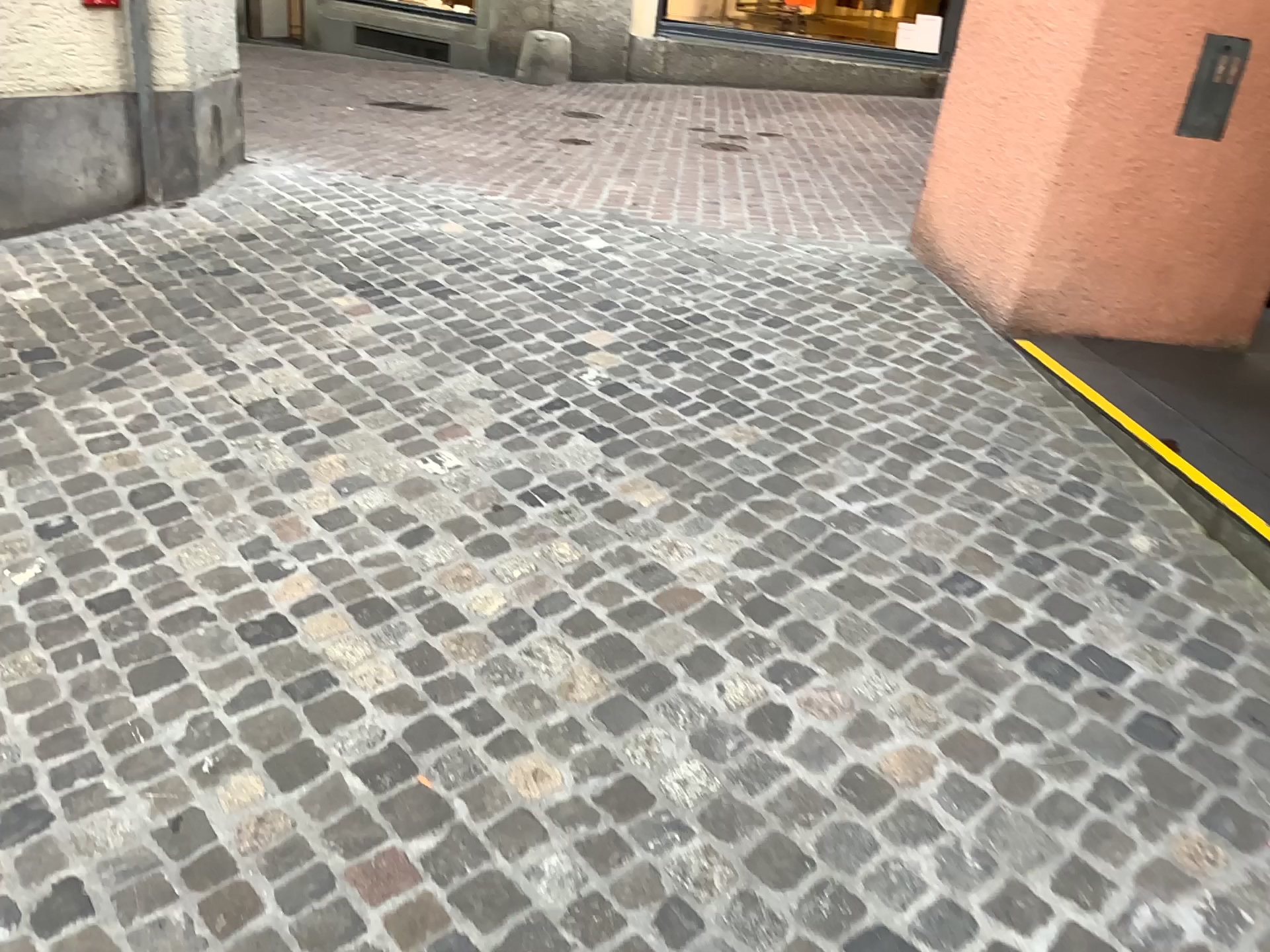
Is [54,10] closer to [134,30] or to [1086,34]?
[134,30]

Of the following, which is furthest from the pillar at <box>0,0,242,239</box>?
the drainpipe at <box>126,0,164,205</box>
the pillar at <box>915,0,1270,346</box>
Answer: the pillar at <box>915,0,1270,346</box>

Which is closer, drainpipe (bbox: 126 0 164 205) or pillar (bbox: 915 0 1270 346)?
pillar (bbox: 915 0 1270 346)

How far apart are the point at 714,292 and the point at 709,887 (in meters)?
2.69

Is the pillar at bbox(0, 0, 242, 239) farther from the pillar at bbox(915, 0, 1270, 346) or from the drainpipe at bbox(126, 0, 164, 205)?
the pillar at bbox(915, 0, 1270, 346)

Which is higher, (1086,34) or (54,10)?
(1086,34)

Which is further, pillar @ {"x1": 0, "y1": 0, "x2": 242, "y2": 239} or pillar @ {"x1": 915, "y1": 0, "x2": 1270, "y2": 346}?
pillar @ {"x1": 0, "y1": 0, "x2": 242, "y2": 239}

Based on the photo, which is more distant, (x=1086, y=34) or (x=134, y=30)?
(x=134, y=30)
